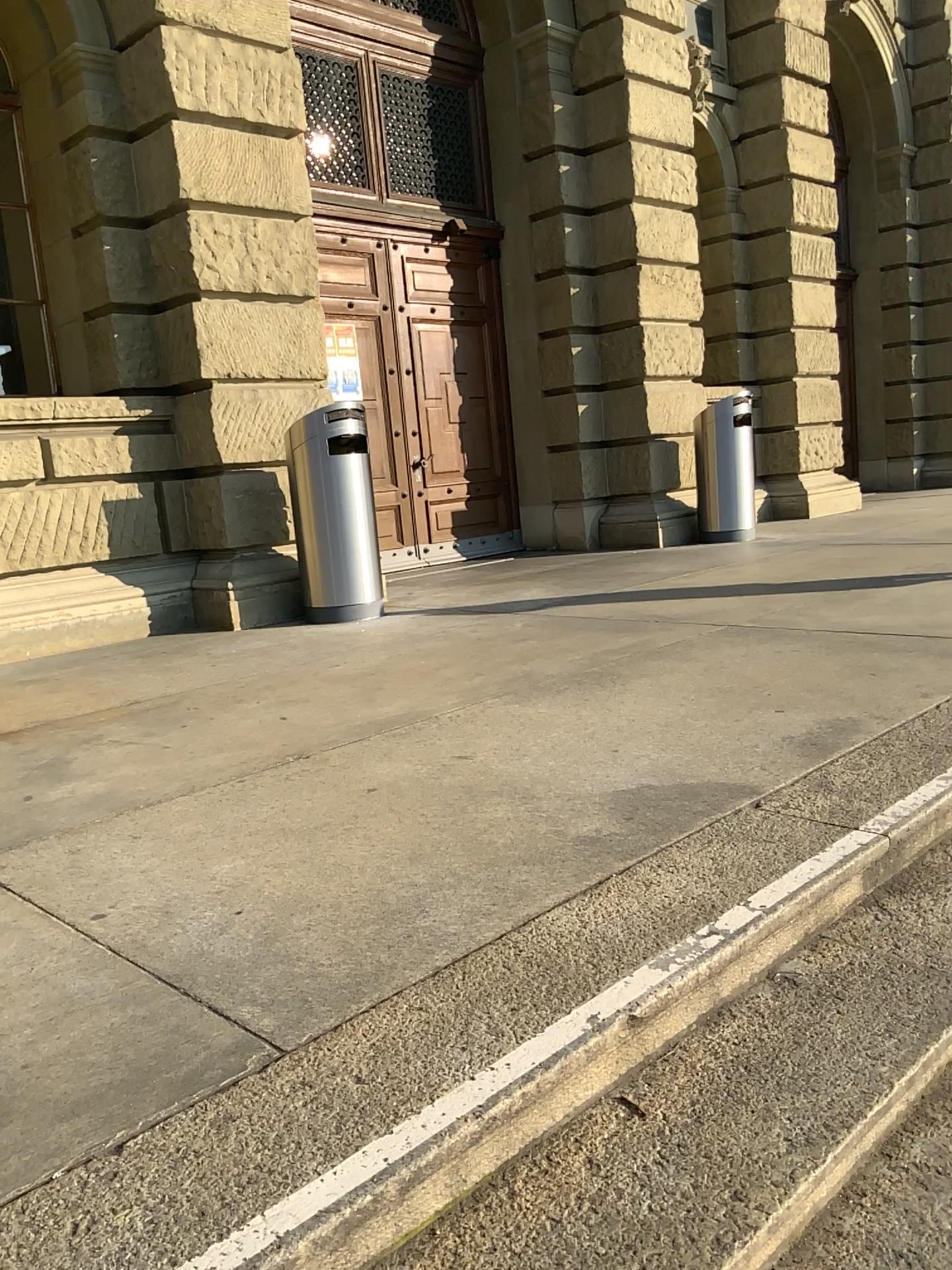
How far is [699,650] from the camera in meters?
4.5 m

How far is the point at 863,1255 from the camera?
1.5m

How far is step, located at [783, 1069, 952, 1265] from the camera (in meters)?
1.53
